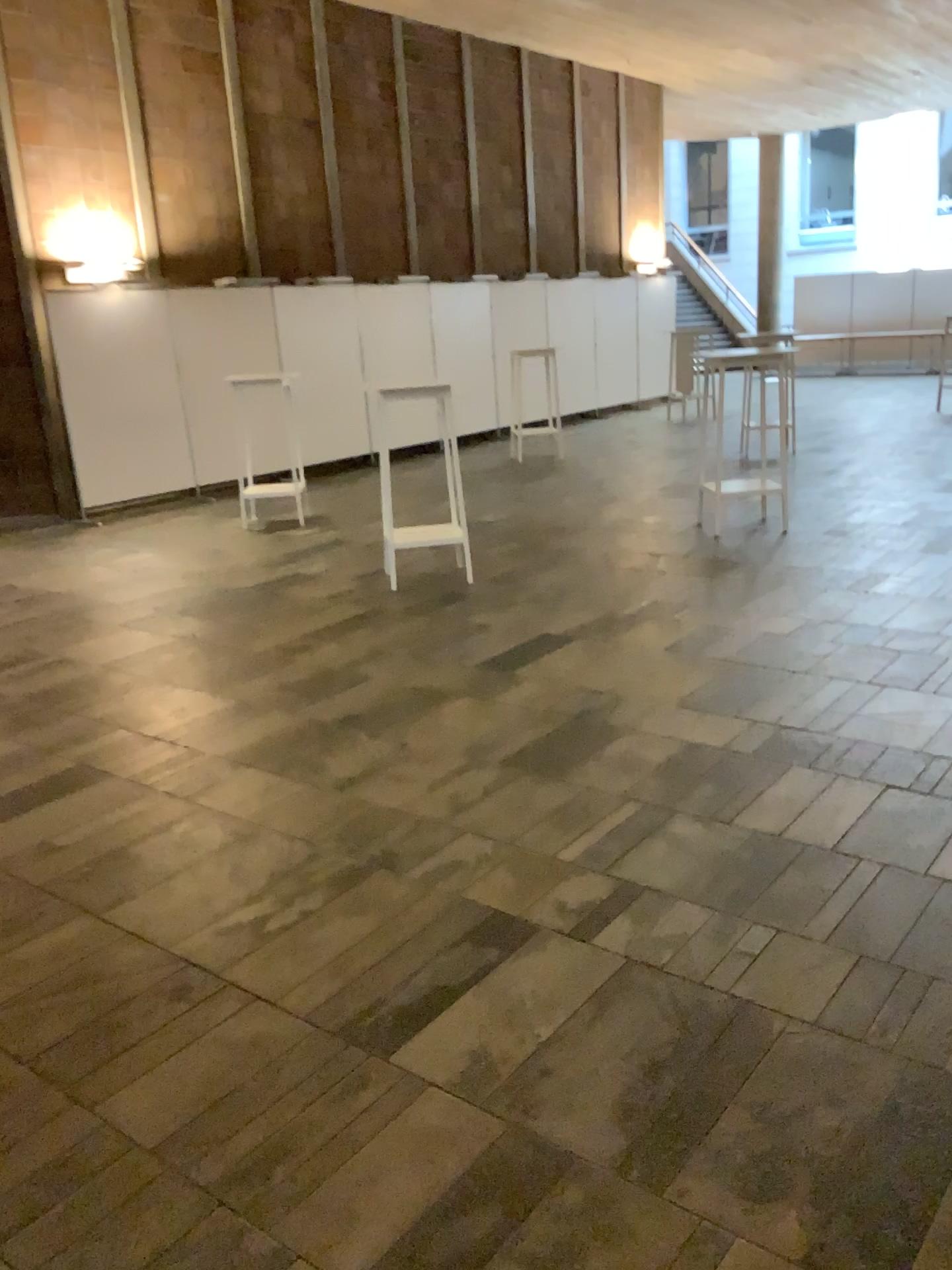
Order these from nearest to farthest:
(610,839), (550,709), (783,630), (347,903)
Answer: (347,903), (610,839), (550,709), (783,630)
